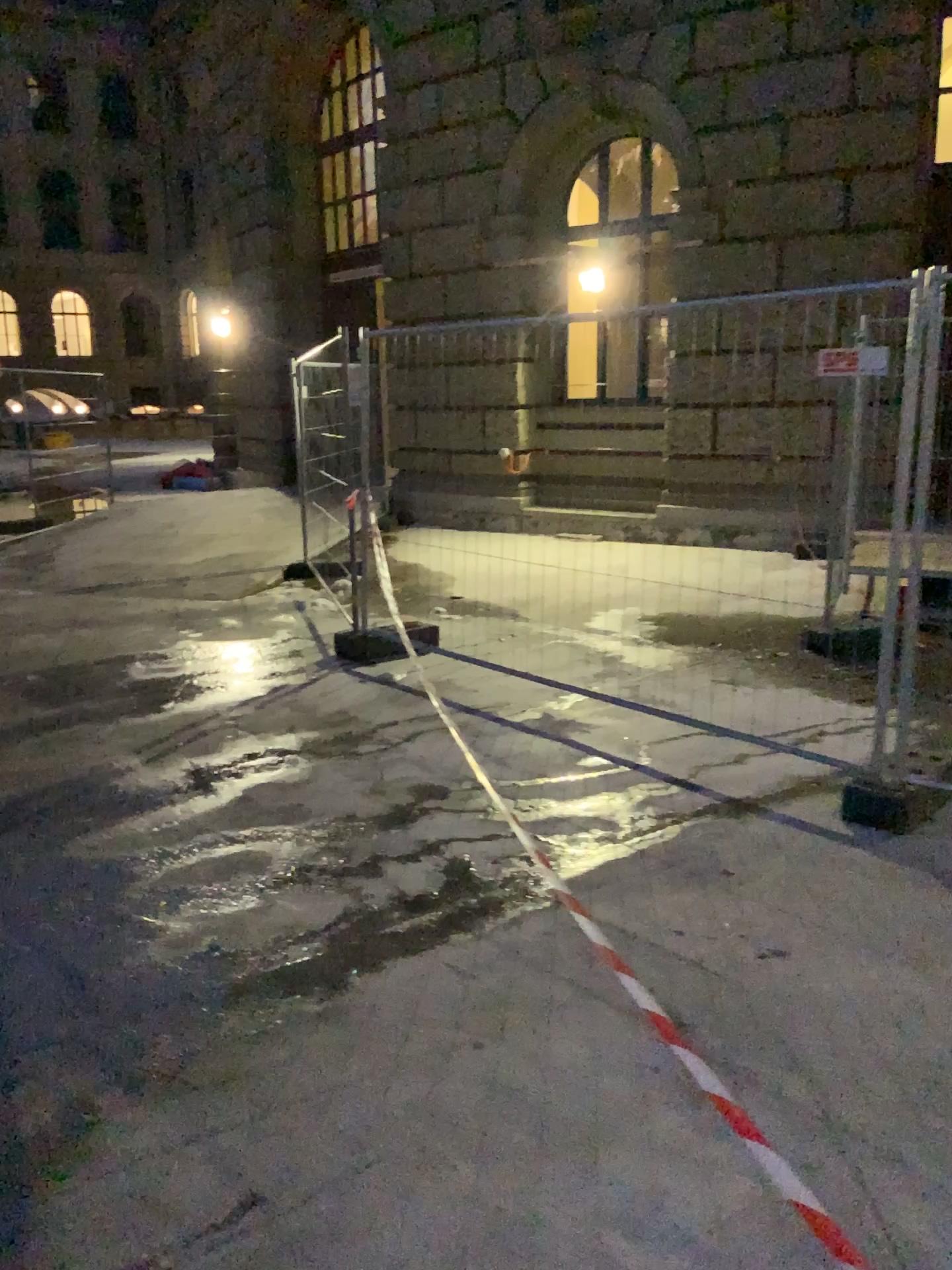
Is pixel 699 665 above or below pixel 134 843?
above
